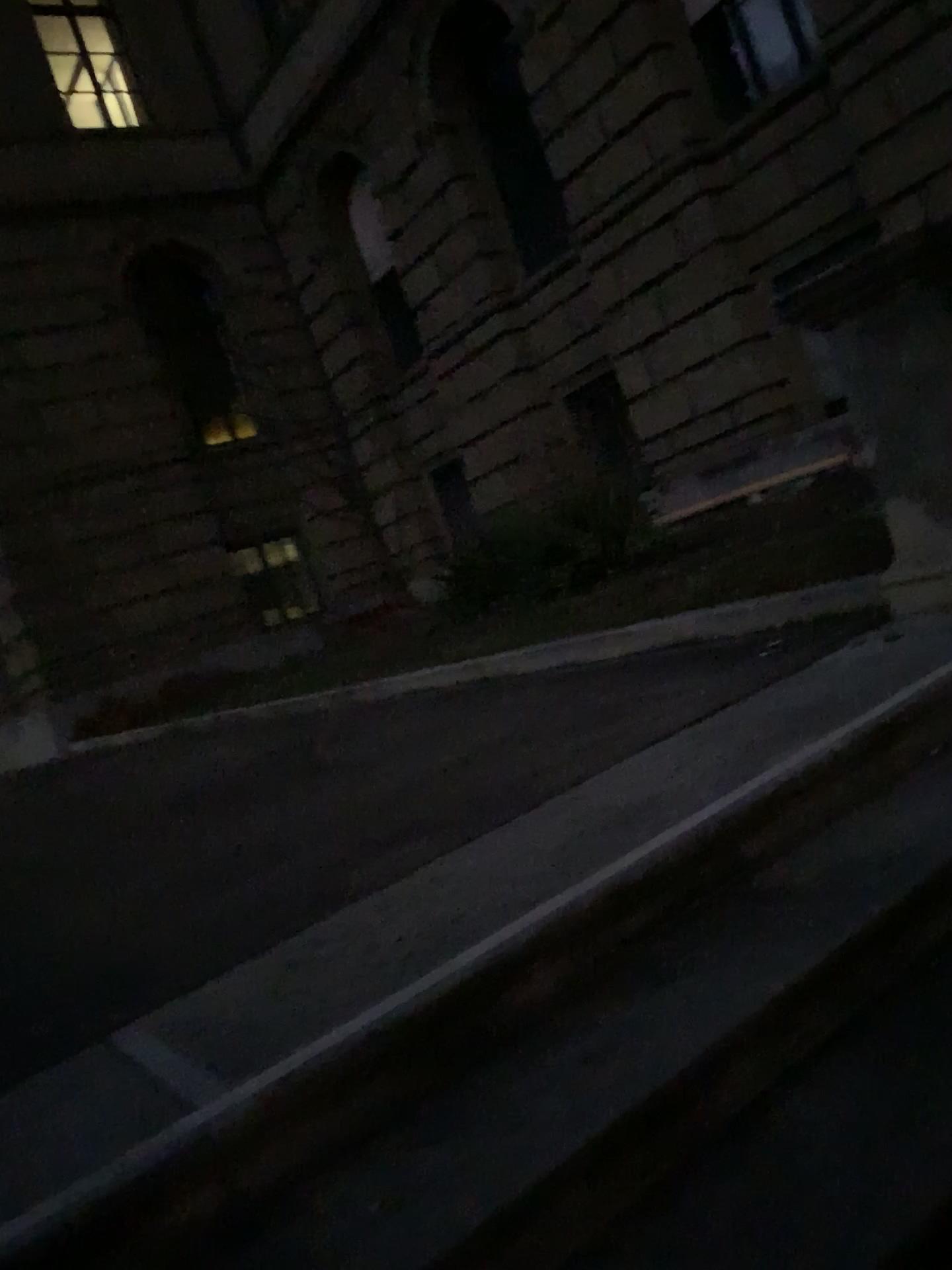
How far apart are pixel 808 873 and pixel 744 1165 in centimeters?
65cm
